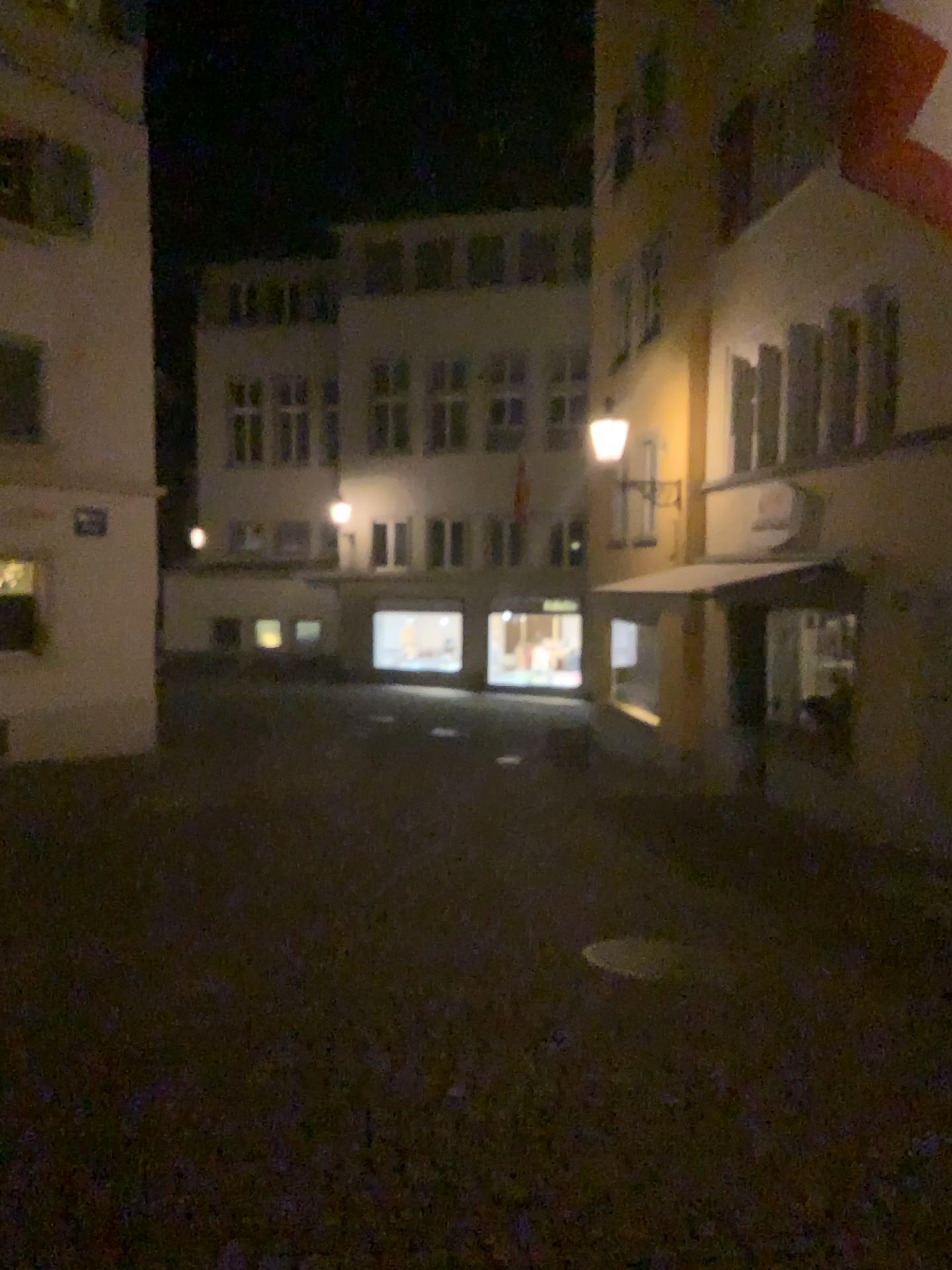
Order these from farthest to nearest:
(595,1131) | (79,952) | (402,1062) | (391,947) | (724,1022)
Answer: (391,947) < (79,952) < (724,1022) < (402,1062) < (595,1131)
